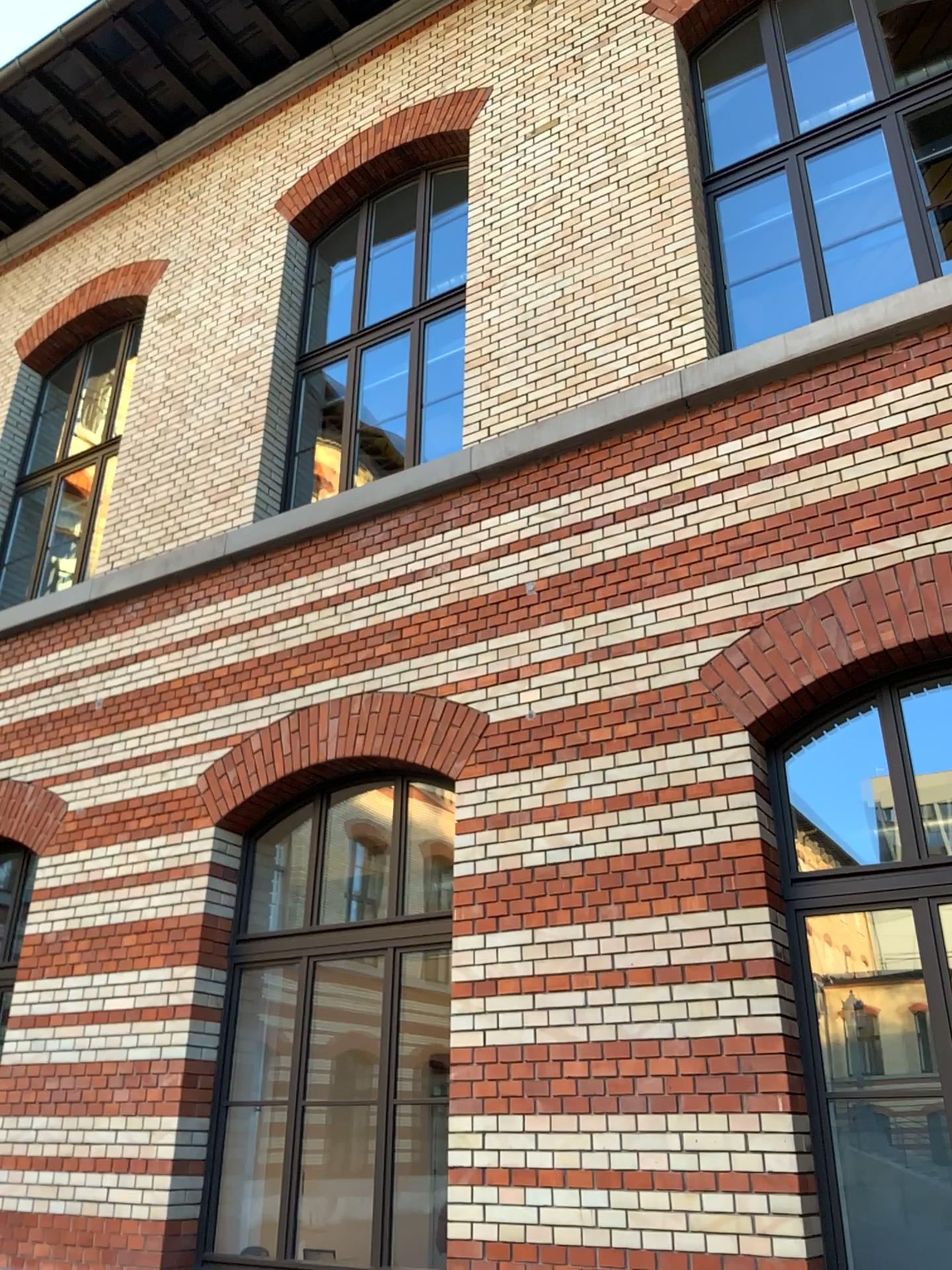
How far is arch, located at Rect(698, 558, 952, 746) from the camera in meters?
4.6 m

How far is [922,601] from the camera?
4.6m

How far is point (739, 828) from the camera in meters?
4.6 m
